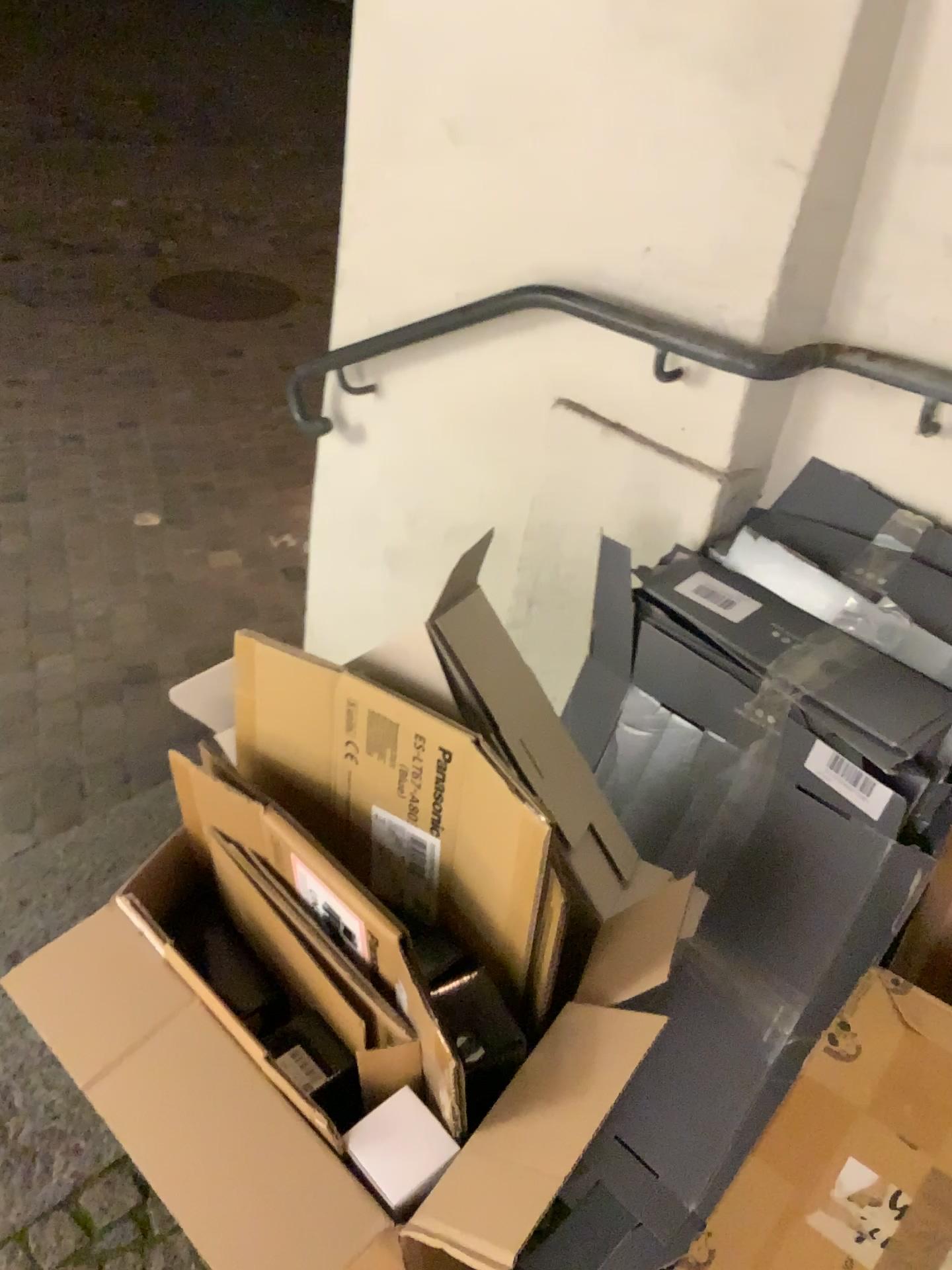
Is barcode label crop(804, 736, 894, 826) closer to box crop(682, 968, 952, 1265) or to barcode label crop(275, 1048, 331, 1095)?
box crop(682, 968, 952, 1265)

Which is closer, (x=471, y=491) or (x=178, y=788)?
(x=178, y=788)

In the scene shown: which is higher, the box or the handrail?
the handrail

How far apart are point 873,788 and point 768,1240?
0.5m

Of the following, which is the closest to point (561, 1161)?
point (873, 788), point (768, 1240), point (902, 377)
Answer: point (768, 1240)

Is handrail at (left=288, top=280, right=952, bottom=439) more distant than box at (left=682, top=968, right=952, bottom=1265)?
Yes

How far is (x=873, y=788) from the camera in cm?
116

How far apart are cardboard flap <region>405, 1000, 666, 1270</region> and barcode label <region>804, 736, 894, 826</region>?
0.4m

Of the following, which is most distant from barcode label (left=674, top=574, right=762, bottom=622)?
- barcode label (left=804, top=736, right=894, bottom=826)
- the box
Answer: the box

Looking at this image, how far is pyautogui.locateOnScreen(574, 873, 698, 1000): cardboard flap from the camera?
0.9 meters
